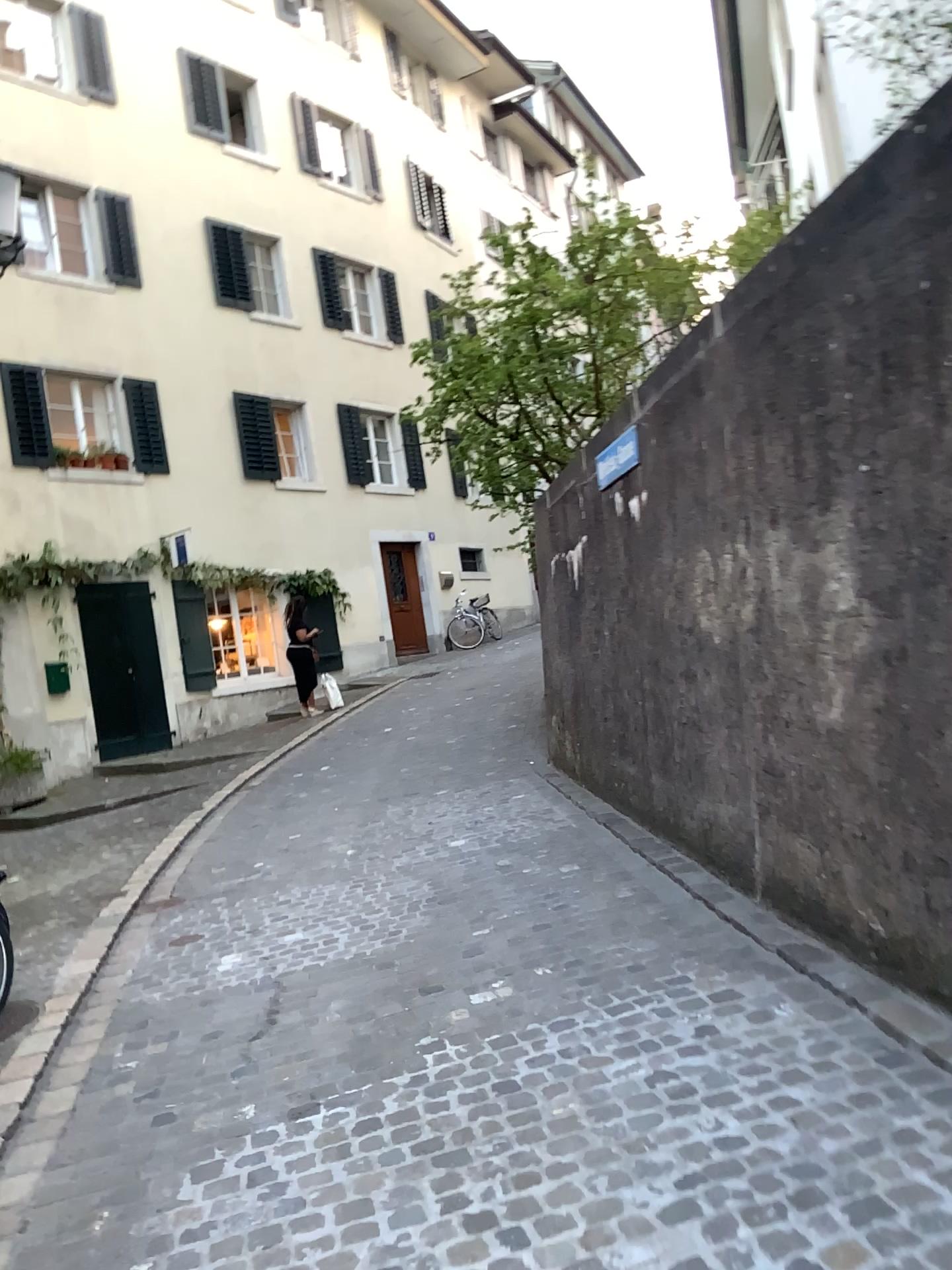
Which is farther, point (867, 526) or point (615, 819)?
point (615, 819)
